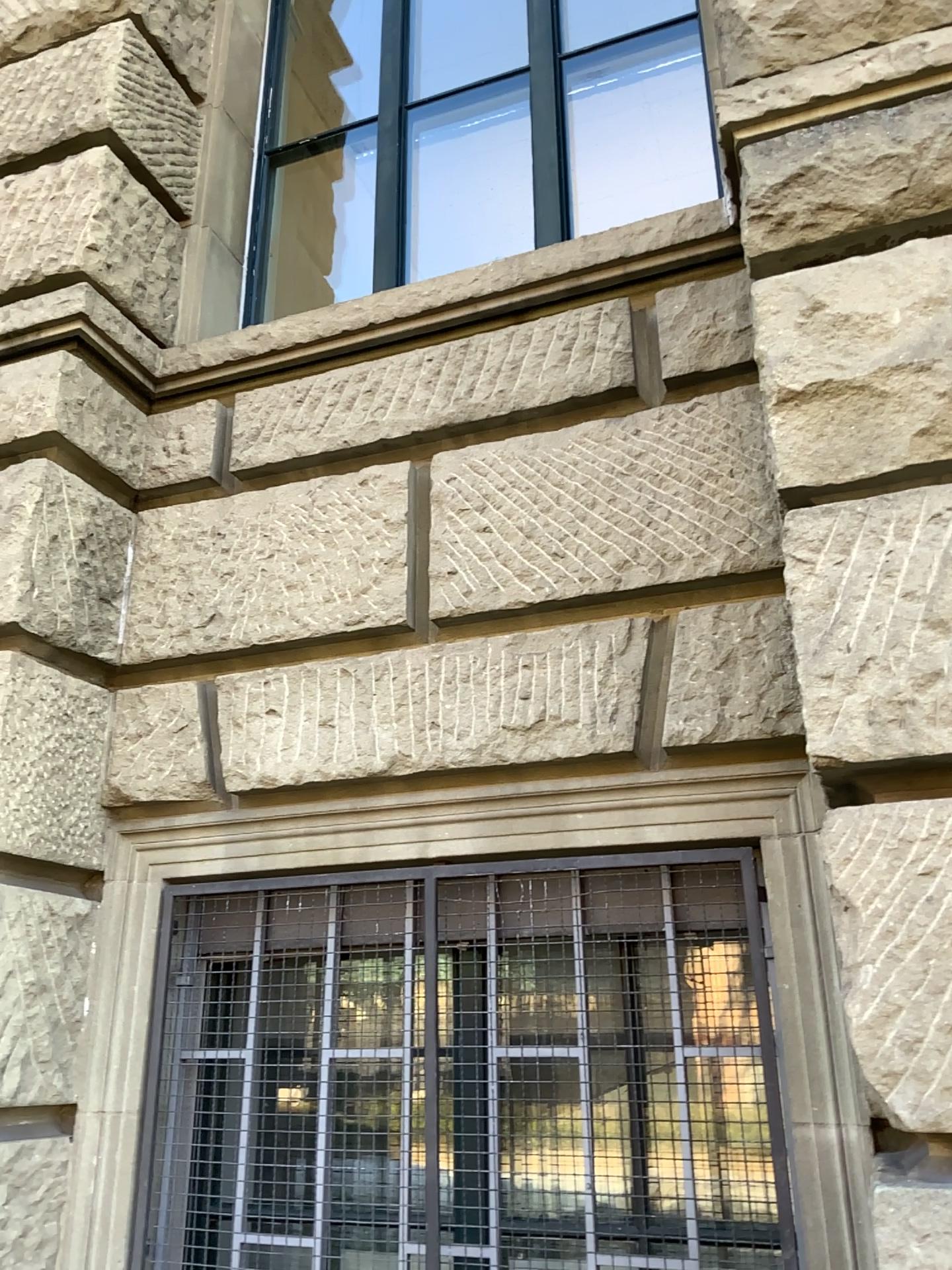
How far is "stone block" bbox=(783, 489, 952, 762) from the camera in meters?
1.6 m

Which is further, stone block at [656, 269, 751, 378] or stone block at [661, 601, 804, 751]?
stone block at [656, 269, 751, 378]

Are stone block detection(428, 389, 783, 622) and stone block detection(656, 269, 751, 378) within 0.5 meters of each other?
yes

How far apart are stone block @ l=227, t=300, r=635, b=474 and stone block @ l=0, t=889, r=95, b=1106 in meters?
1.2

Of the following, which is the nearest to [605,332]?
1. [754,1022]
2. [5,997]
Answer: [754,1022]

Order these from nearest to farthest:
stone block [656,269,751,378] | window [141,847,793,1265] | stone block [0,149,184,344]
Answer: window [141,847,793,1265]
stone block [656,269,751,378]
stone block [0,149,184,344]

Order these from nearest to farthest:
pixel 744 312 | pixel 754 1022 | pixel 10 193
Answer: pixel 754 1022 < pixel 744 312 < pixel 10 193

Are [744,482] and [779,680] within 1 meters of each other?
yes

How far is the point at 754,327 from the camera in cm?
196

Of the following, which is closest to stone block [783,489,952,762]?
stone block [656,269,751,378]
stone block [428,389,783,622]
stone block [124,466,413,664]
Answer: stone block [428,389,783,622]
